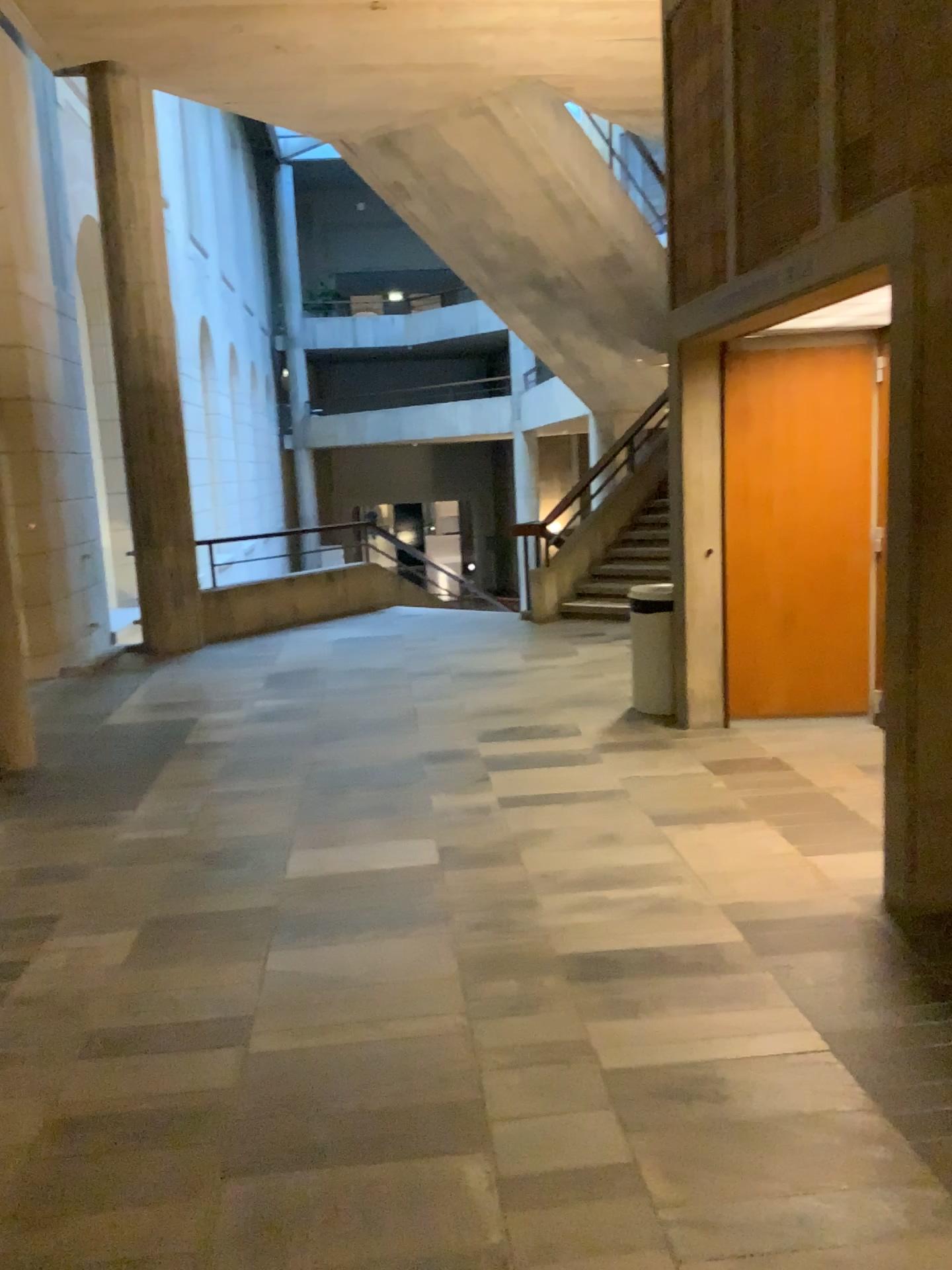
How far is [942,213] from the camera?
3.2m

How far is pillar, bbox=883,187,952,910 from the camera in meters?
3.2 m

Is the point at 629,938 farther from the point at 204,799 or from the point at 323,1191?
the point at 204,799
